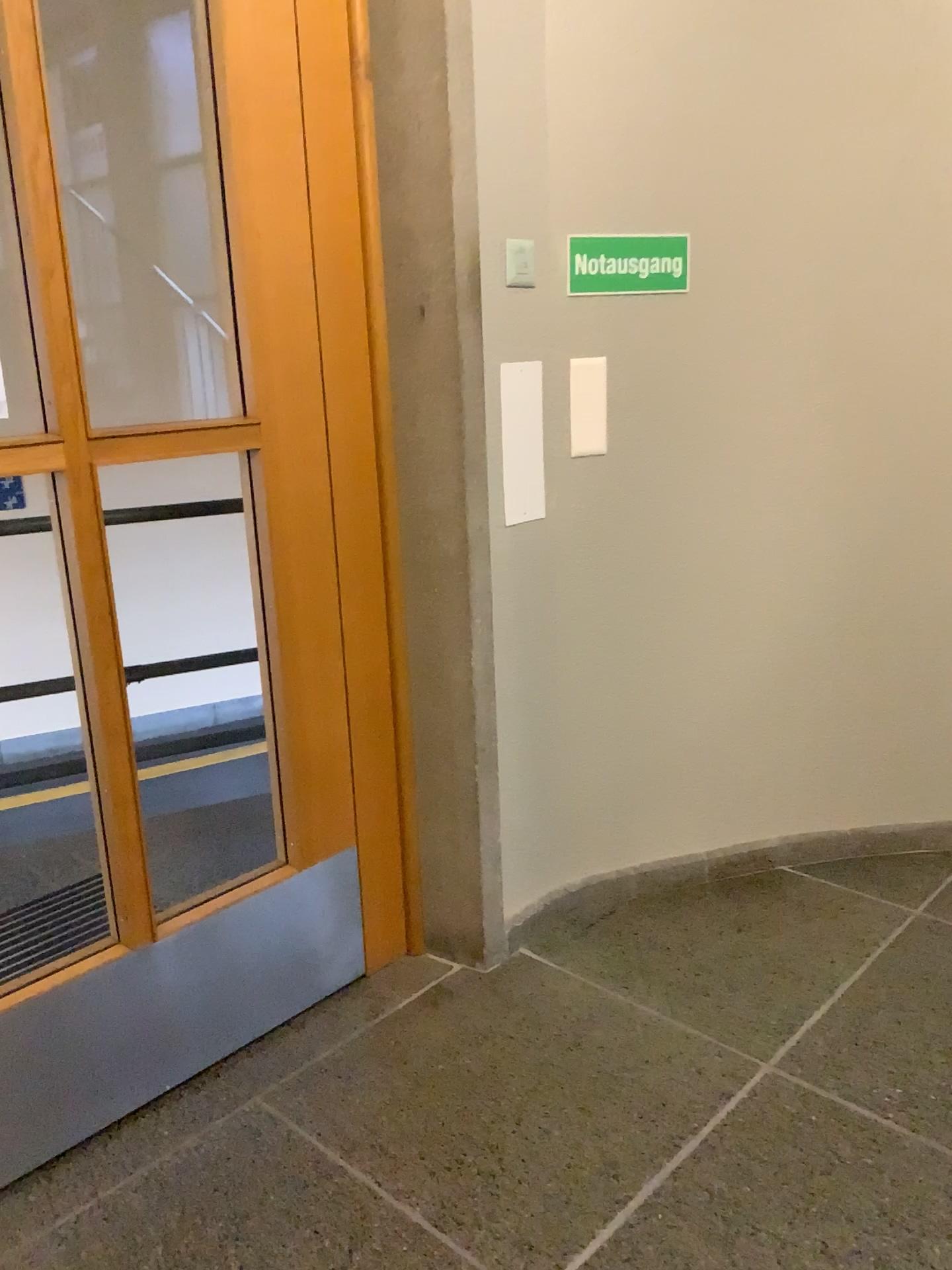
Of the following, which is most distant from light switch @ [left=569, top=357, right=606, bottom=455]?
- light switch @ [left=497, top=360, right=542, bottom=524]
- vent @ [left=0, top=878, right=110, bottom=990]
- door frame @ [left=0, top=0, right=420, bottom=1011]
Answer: vent @ [left=0, top=878, right=110, bottom=990]

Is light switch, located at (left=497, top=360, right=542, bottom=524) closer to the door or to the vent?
the door

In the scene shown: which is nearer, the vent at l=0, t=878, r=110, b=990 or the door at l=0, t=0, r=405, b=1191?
the door at l=0, t=0, r=405, b=1191

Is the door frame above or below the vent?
above

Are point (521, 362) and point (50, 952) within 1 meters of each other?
no

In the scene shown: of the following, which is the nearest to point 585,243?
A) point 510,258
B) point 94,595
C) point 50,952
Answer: point 510,258

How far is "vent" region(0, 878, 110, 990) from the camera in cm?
253

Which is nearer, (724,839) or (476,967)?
(476,967)

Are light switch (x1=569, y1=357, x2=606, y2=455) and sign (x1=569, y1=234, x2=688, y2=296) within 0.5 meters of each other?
yes

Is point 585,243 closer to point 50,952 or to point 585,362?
point 585,362
